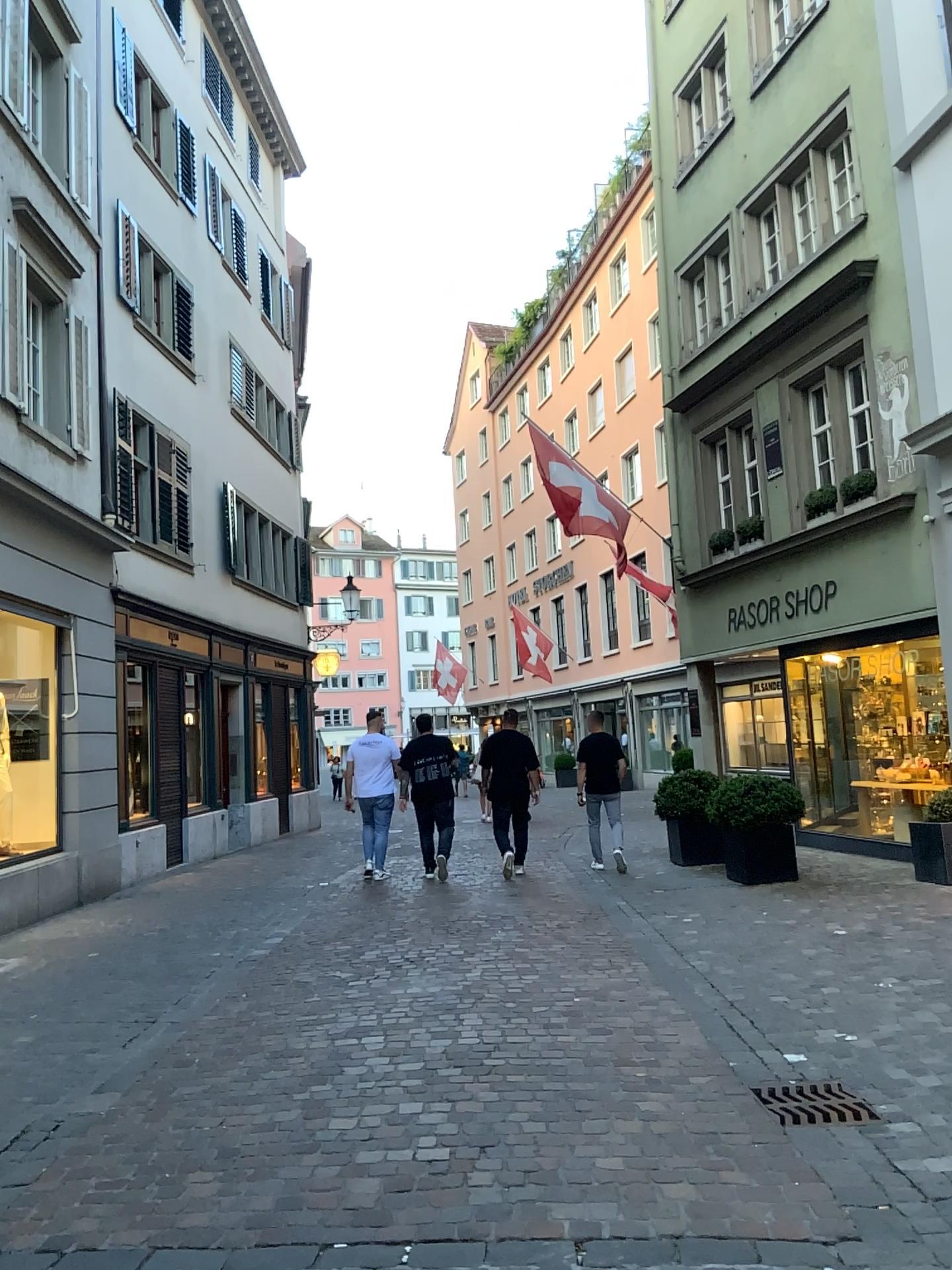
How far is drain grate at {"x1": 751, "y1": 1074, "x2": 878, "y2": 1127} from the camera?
3.8 meters

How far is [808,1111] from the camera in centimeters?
384cm

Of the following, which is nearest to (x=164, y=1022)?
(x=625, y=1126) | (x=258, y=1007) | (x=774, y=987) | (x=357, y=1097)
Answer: (x=258, y=1007)
